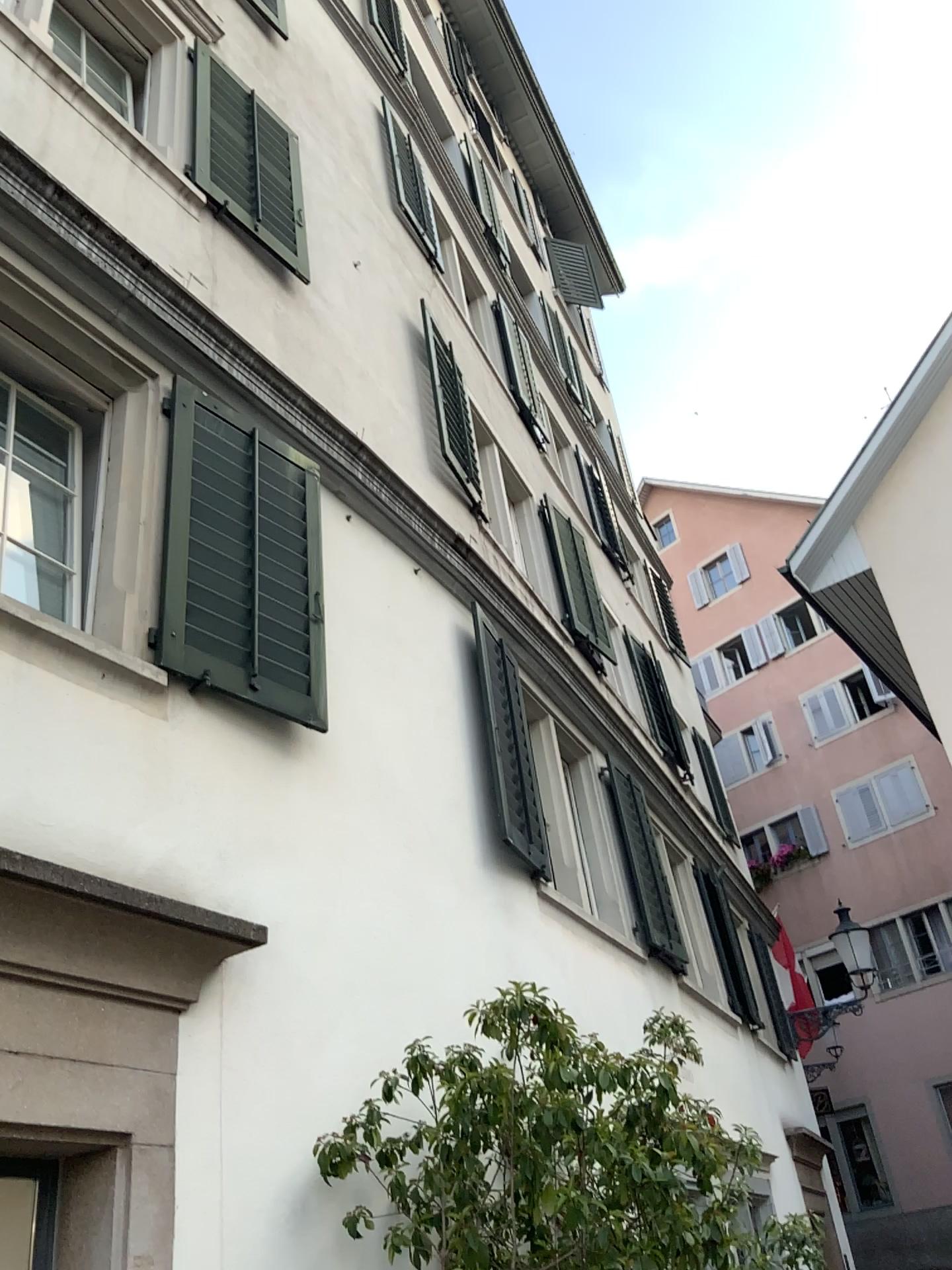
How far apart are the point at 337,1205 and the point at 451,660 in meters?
2.9
